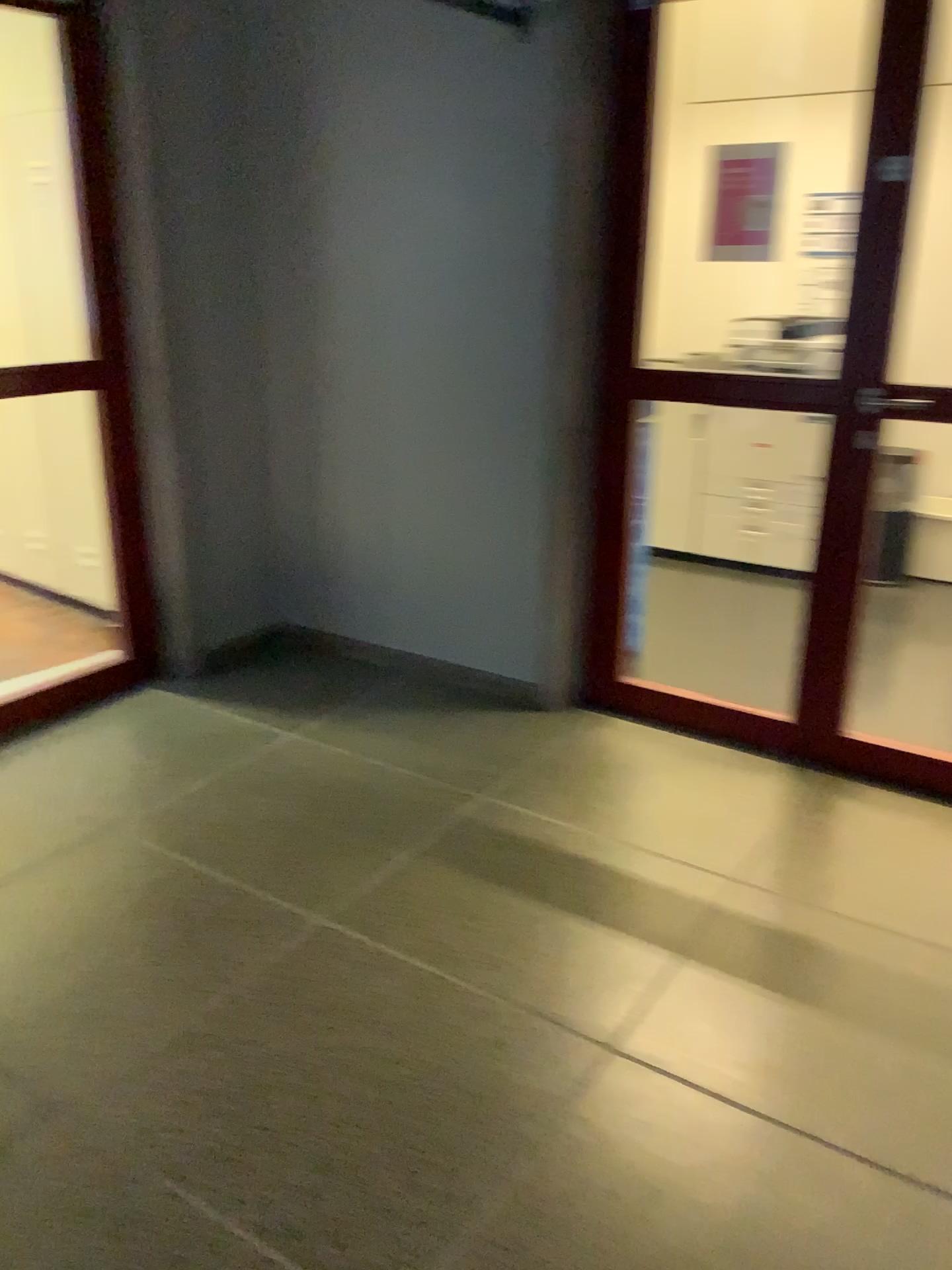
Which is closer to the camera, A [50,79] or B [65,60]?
B [65,60]

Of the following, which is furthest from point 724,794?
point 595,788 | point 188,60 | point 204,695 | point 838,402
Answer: point 188,60

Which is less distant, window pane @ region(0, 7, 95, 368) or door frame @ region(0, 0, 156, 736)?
door frame @ region(0, 0, 156, 736)
